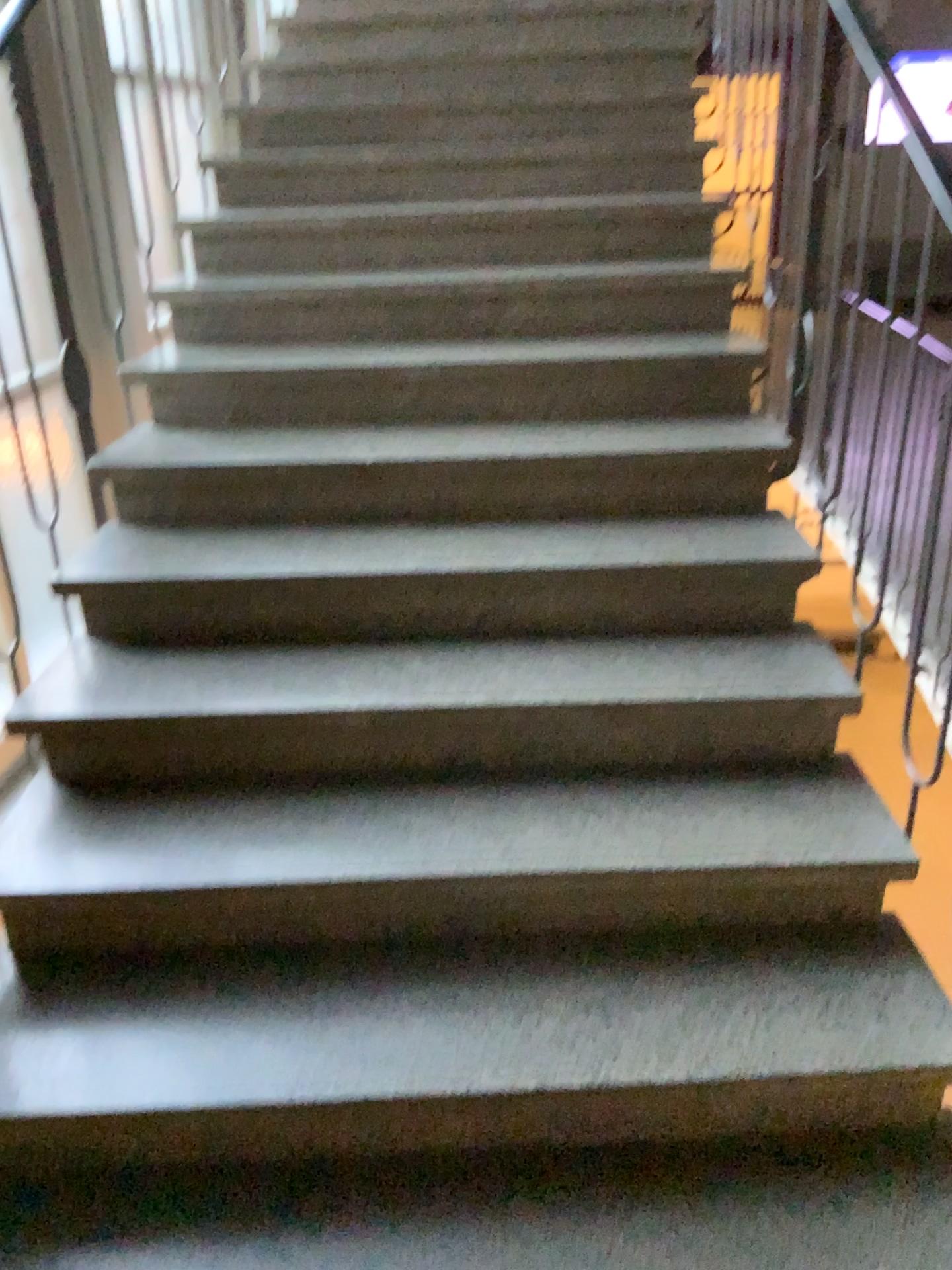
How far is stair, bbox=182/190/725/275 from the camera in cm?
303

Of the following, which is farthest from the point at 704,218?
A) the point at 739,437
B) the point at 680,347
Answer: the point at 739,437

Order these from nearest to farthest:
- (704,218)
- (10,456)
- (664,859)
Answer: (664,859) < (10,456) < (704,218)

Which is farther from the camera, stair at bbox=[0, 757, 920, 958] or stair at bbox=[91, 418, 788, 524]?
stair at bbox=[91, 418, 788, 524]

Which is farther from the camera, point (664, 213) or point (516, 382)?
point (664, 213)

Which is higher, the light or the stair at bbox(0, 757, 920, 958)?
the light

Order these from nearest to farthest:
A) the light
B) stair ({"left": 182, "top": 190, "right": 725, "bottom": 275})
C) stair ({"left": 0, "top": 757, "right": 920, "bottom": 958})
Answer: stair ({"left": 0, "top": 757, "right": 920, "bottom": 958})
the light
stair ({"left": 182, "top": 190, "right": 725, "bottom": 275})

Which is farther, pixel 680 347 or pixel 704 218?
pixel 704 218

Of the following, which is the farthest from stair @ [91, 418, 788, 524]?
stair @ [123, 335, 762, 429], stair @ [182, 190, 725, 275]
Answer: stair @ [182, 190, 725, 275]

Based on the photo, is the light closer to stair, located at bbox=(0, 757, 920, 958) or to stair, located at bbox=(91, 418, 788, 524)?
stair, located at bbox=(91, 418, 788, 524)
